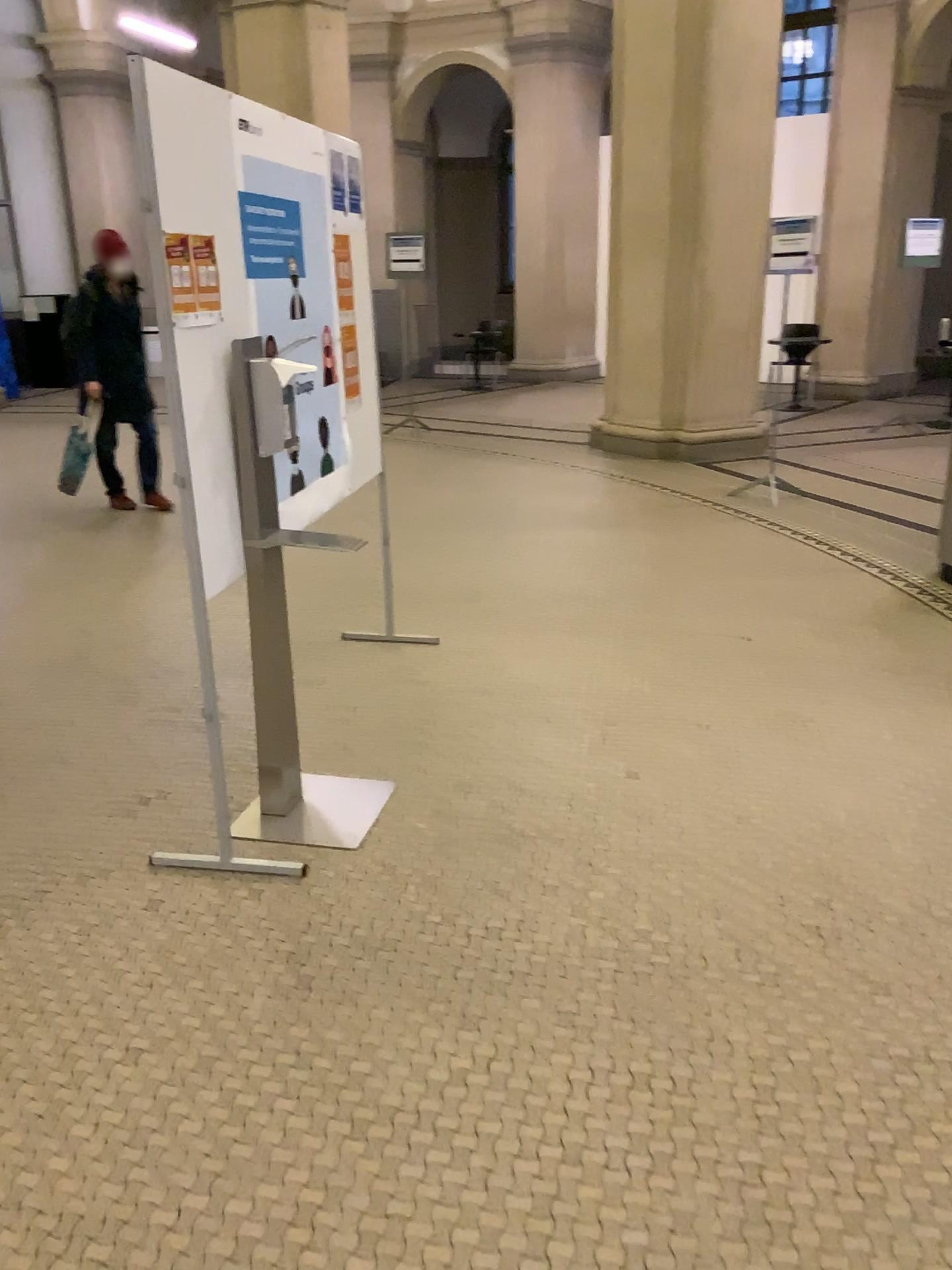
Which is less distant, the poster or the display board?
the display board

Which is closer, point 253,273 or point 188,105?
point 188,105

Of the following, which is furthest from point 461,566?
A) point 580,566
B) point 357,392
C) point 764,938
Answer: point 764,938

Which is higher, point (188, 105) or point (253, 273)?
point (188, 105)
